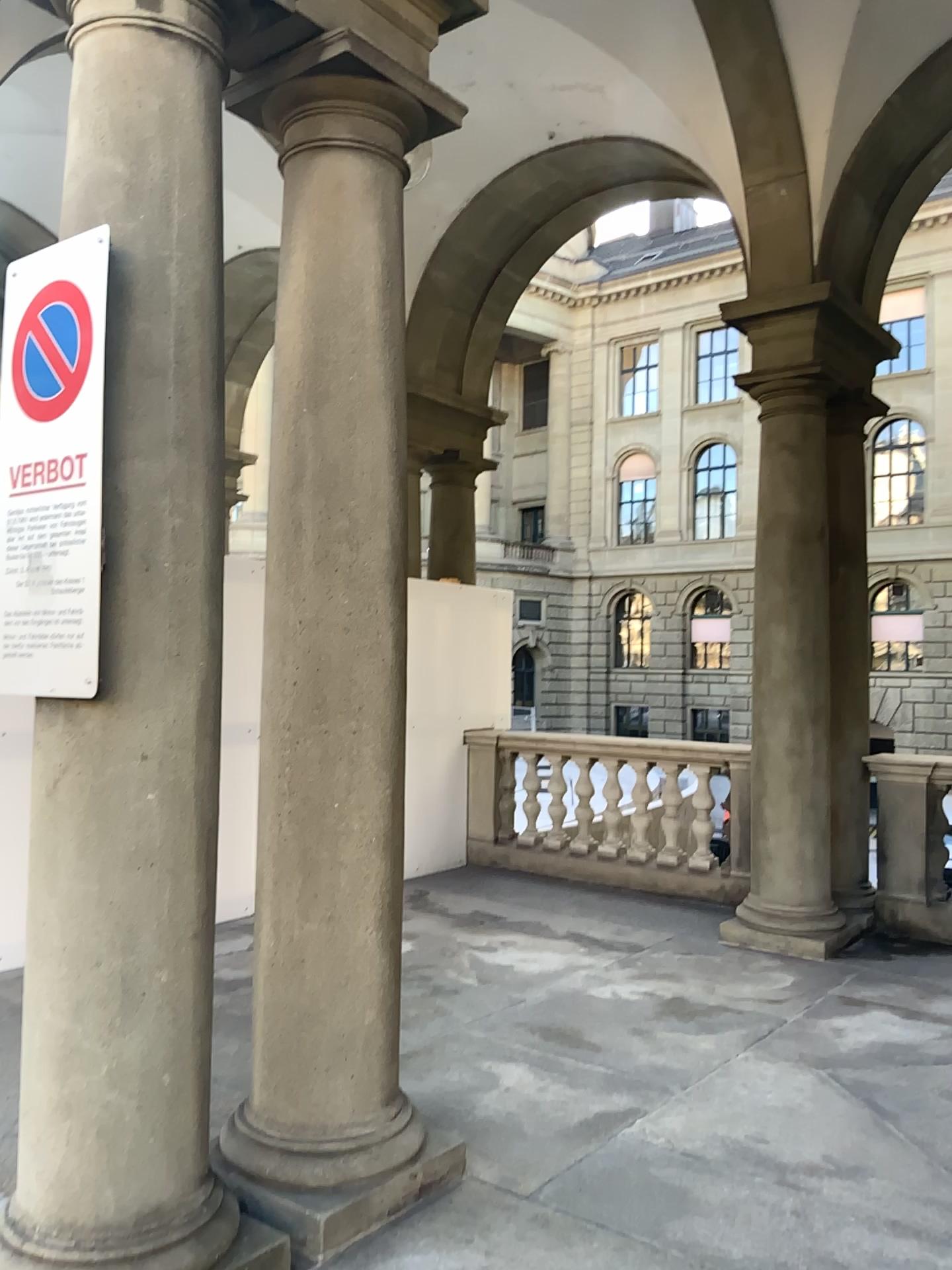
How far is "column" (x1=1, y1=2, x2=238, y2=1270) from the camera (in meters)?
2.28

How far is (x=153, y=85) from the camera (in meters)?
2.40

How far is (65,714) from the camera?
2.3 meters
